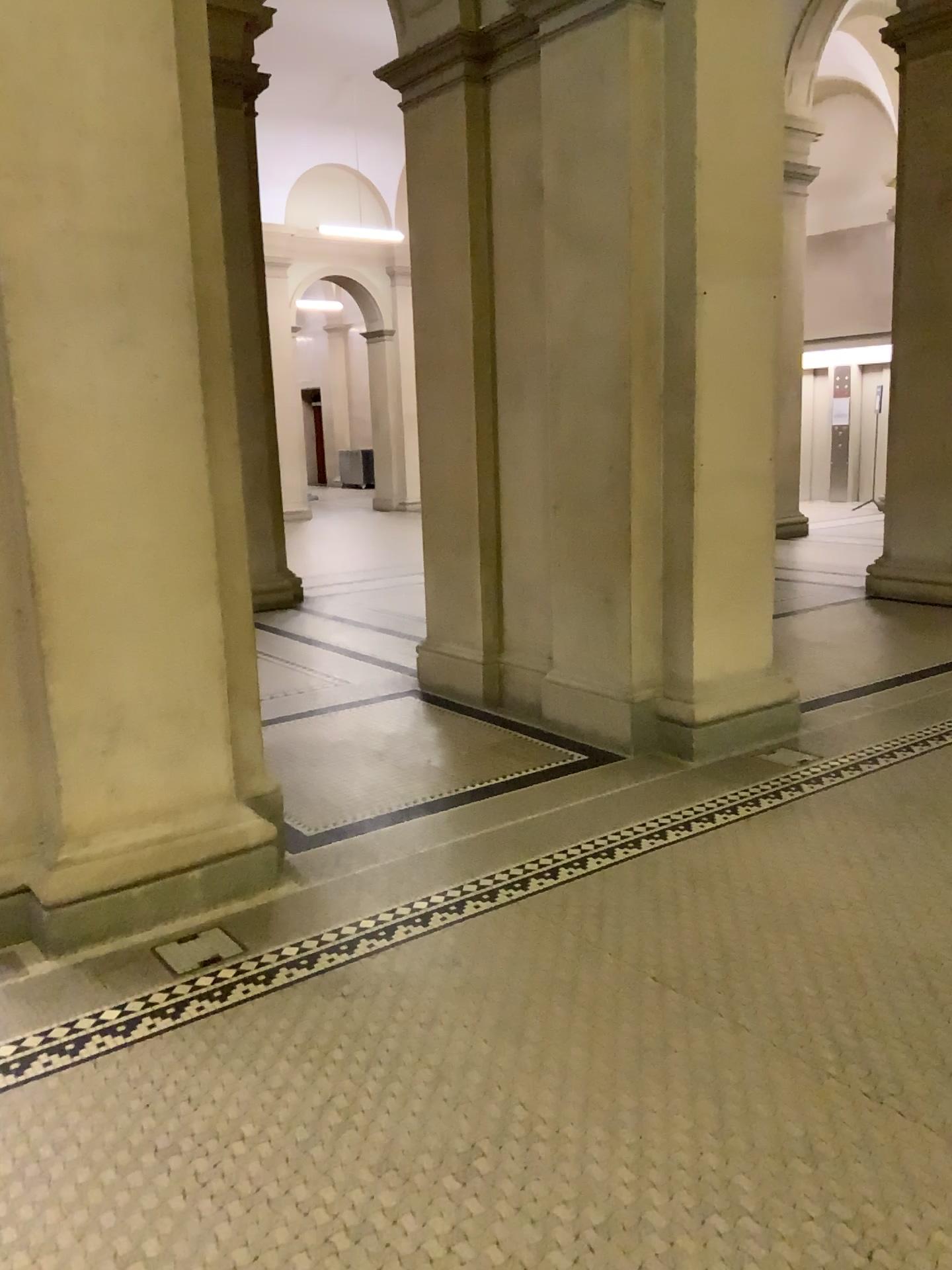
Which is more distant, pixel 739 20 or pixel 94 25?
pixel 739 20

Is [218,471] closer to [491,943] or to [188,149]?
[188,149]

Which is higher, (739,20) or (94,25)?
(739,20)

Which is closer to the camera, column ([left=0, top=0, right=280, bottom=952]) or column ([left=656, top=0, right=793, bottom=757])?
column ([left=0, top=0, right=280, bottom=952])
